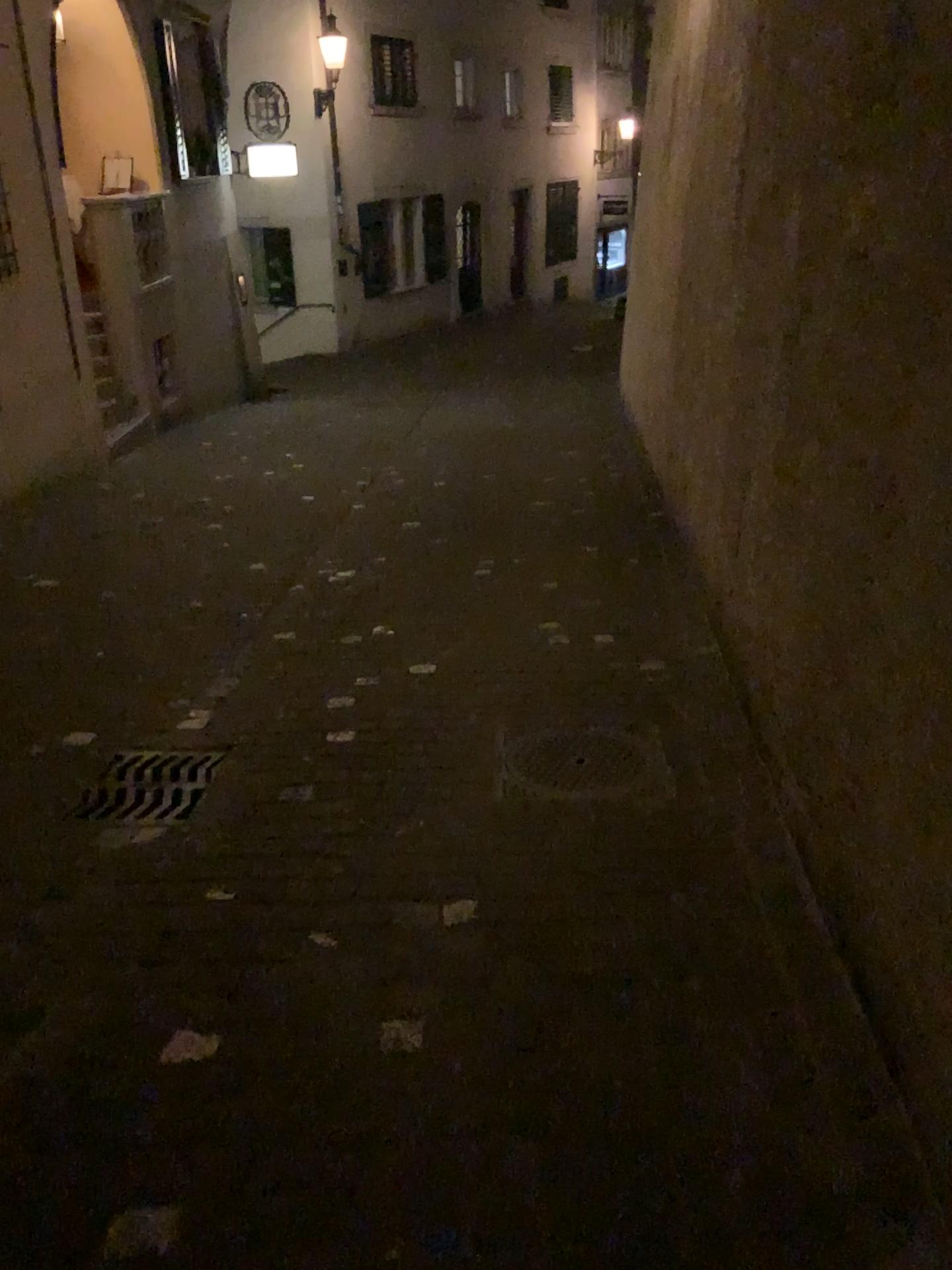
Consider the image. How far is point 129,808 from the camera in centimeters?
306cm

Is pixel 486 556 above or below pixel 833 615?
below

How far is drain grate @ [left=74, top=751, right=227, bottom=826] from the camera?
3.1m
